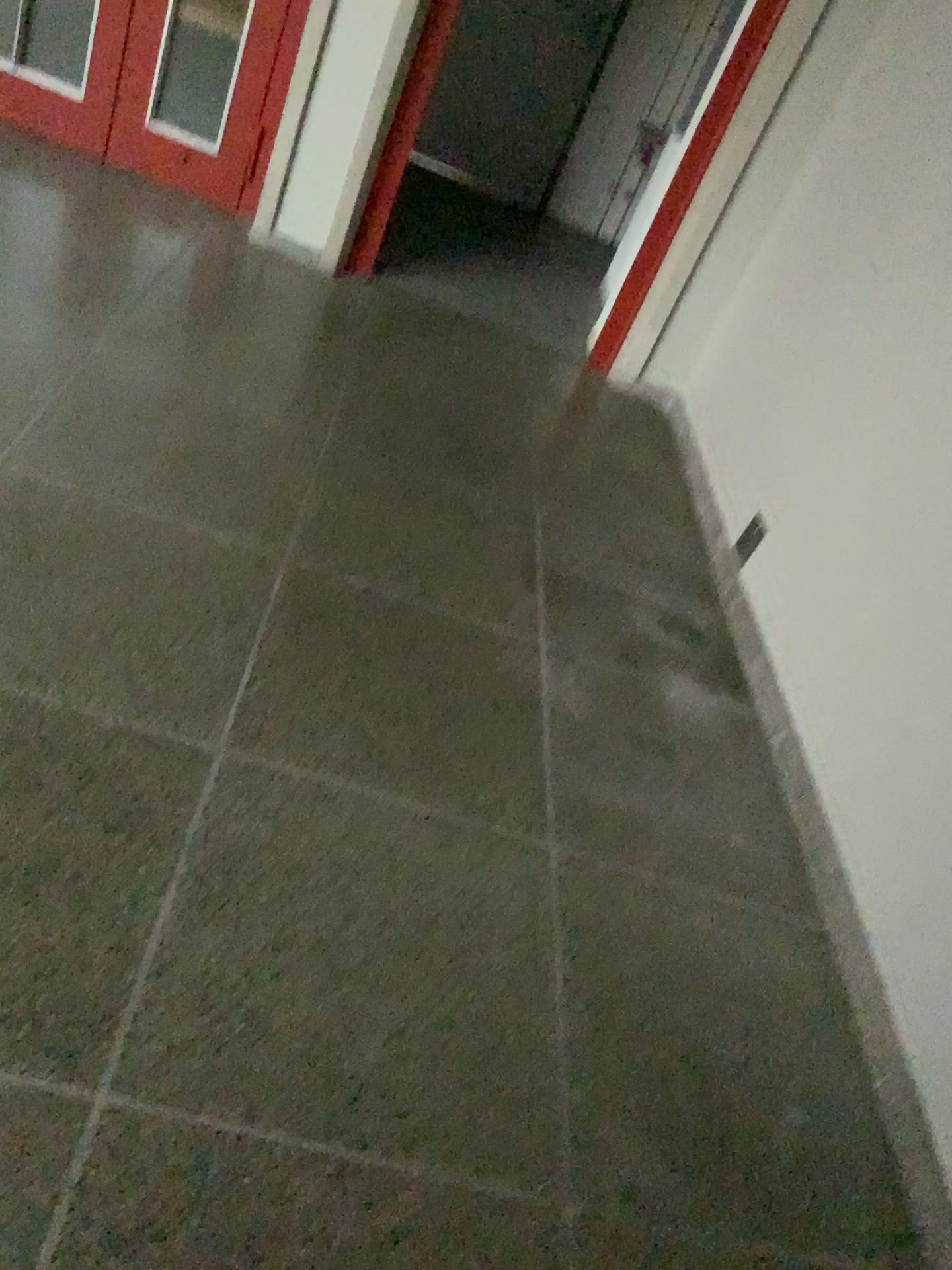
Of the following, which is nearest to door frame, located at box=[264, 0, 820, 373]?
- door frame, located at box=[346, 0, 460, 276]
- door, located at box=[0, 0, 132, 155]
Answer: door frame, located at box=[346, 0, 460, 276]

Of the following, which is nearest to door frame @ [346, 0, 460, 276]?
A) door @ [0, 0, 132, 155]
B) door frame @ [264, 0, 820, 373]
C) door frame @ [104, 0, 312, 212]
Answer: door frame @ [264, 0, 820, 373]

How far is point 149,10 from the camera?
3.9 meters

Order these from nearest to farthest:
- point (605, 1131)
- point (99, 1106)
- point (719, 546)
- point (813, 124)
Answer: point (99, 1106) < point (605, 1131) < point (719, 546) < point (813, 124)

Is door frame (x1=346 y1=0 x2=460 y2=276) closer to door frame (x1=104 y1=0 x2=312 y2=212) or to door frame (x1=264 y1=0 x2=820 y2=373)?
door frame (x1=264 y1=0 x2=820 y2=373)

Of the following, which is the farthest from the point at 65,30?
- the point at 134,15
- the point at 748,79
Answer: the point at 748,79

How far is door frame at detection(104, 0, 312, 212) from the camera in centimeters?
393cm

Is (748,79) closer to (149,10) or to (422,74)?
(422,74)

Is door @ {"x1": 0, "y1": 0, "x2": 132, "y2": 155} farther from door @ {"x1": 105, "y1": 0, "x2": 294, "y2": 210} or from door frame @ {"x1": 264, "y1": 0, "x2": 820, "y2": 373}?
door frame @ {"x1": 264, "y1": 0, "x2": 820, "y2": 373}

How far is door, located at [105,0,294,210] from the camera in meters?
3.9
